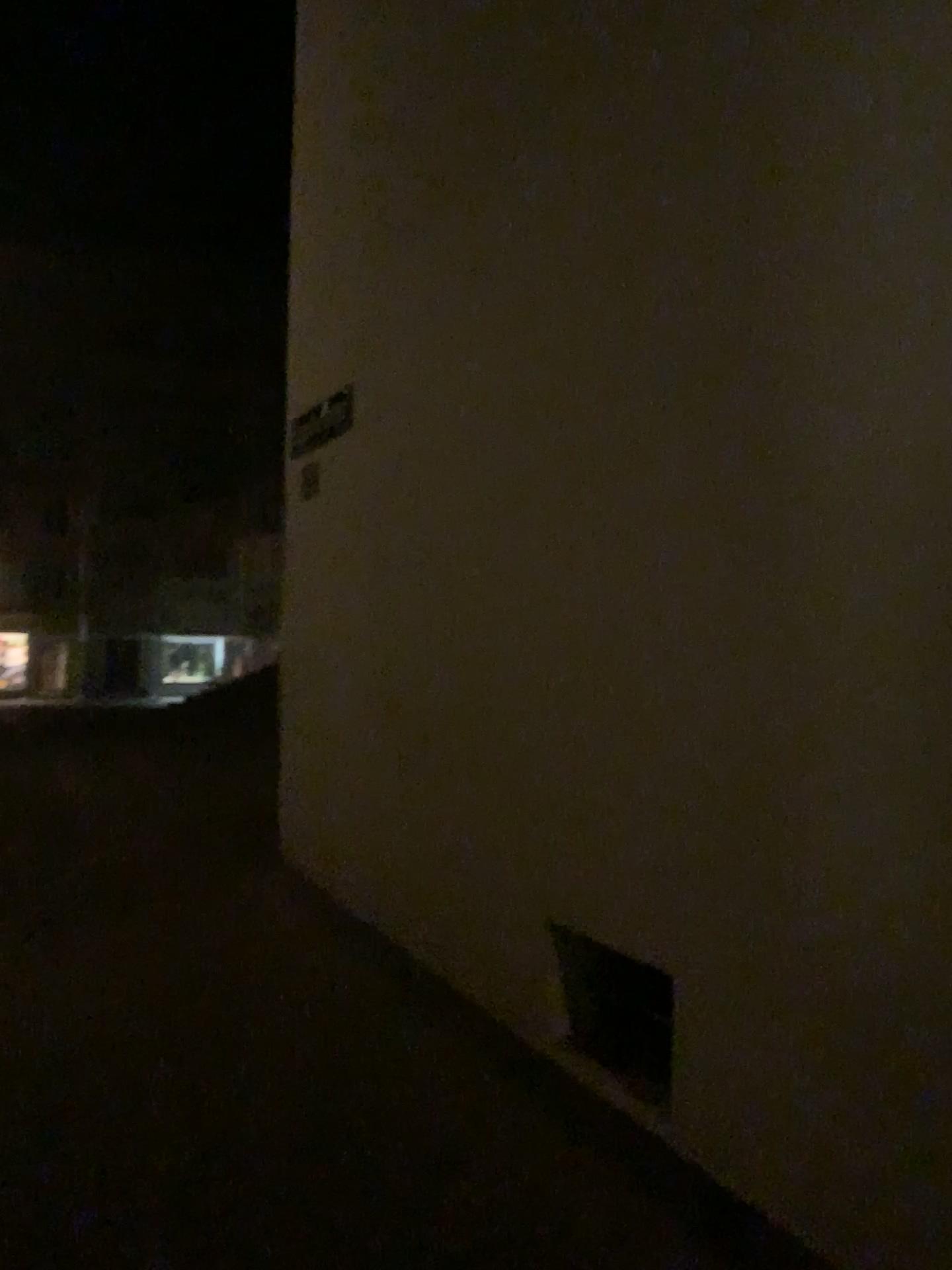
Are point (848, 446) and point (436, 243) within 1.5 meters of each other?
no

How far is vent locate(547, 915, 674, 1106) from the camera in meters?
3.0 m

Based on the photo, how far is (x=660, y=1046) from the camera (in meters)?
2.96
